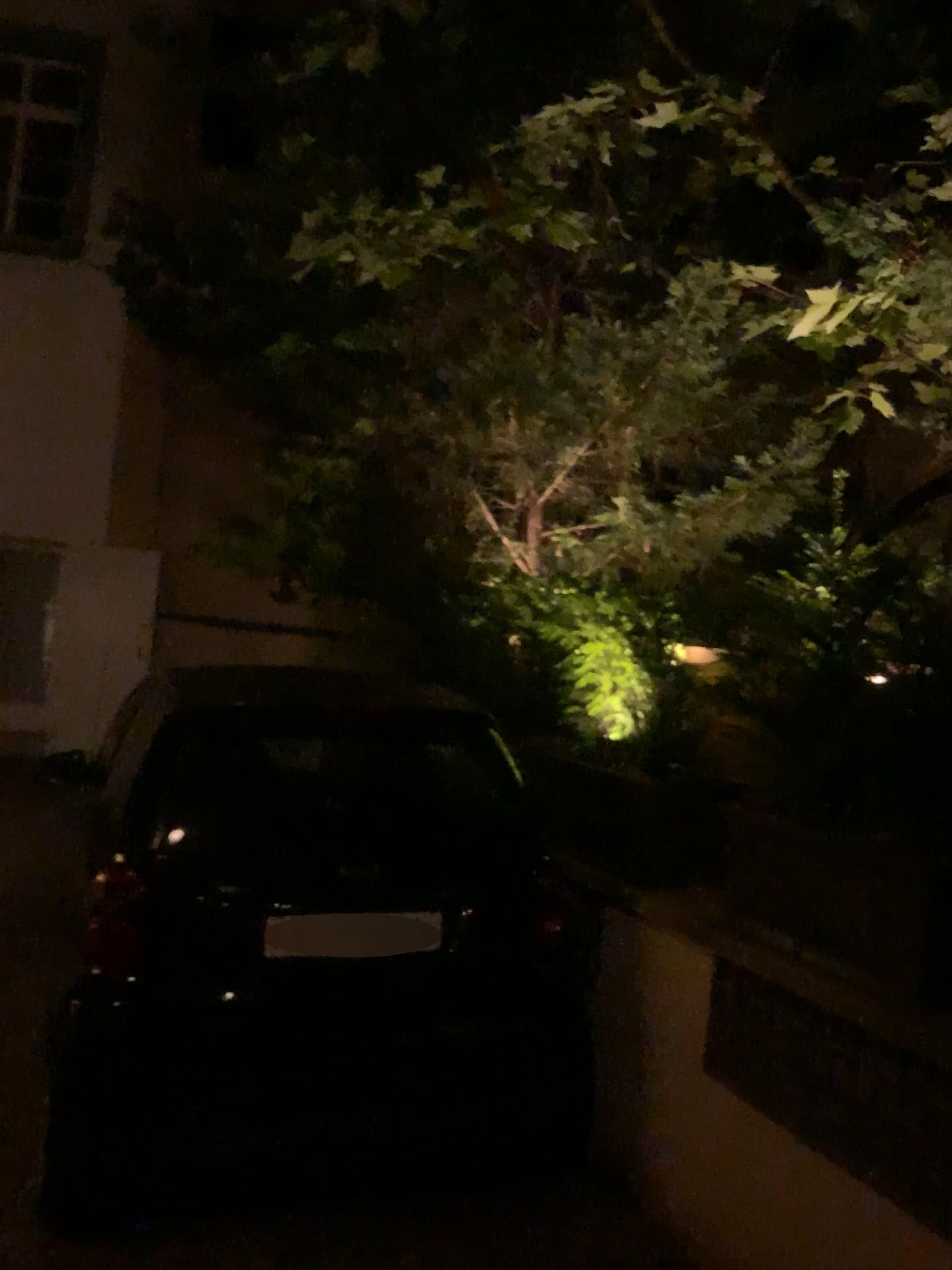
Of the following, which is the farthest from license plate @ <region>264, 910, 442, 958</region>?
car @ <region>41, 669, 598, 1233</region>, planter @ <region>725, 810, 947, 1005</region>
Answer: planter @ <region>725, 810, 947, 1005</region>

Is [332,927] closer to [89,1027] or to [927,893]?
[89,1027]

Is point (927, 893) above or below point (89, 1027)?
above

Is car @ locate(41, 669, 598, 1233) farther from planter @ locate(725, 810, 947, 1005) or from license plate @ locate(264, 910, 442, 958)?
planter @ locate(725, 810, 947, 1005)

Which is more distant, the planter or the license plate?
the license plate

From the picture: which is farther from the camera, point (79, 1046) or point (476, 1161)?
point (476, 1161)

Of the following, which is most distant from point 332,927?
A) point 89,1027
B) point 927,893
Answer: point 927,893
